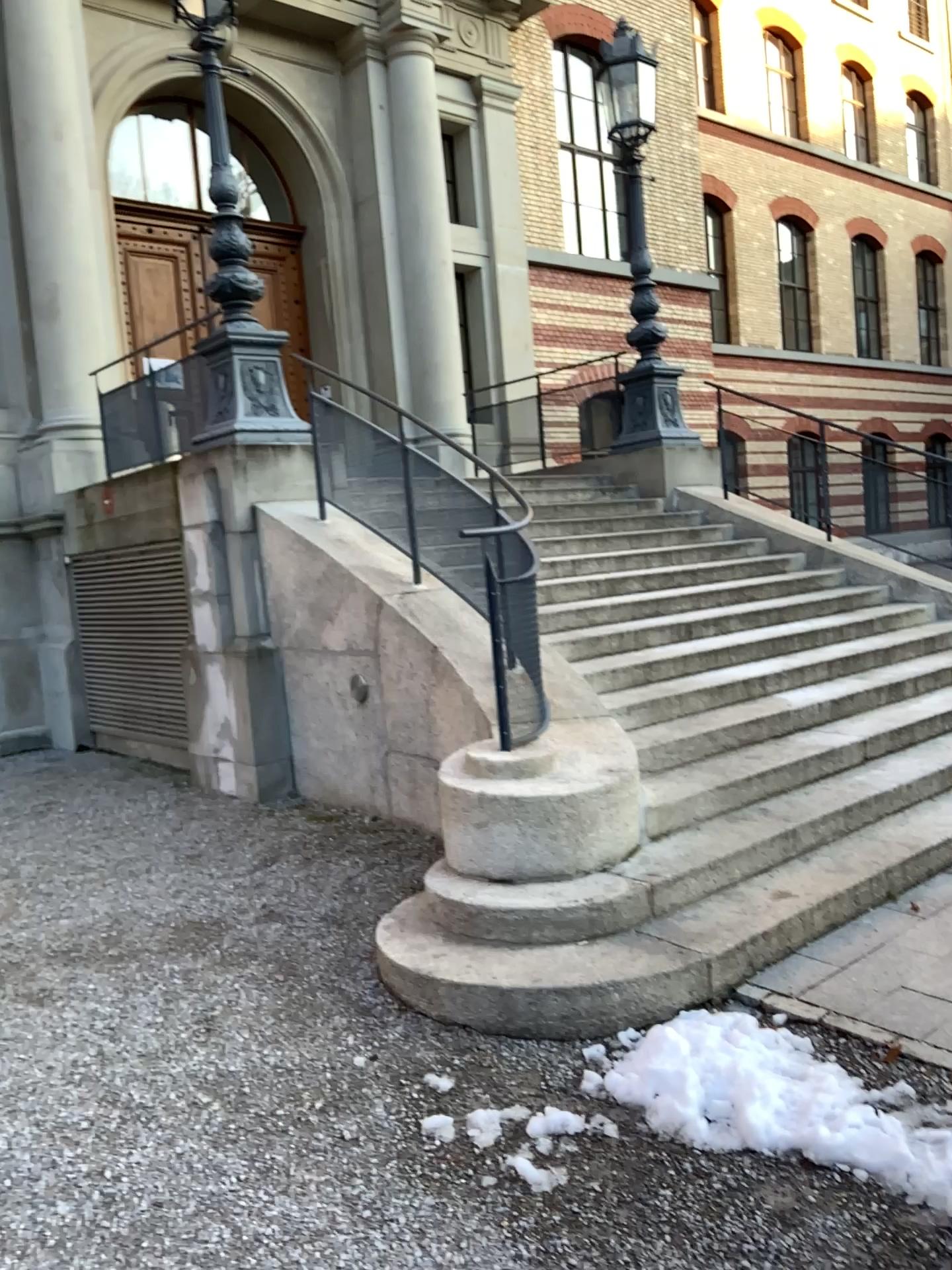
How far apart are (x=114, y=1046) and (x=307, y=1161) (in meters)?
0.98
